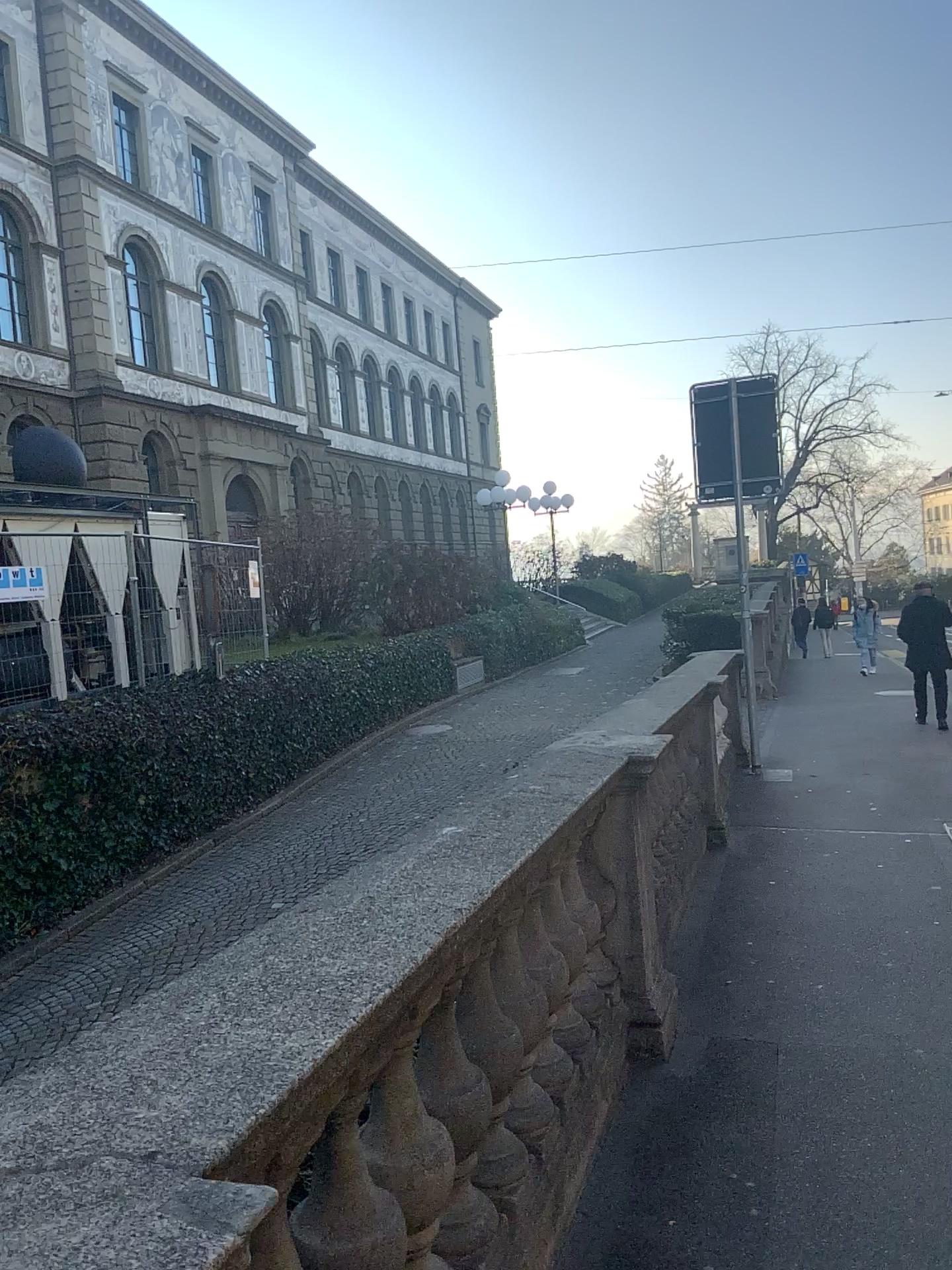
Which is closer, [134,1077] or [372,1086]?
[134,1077]
